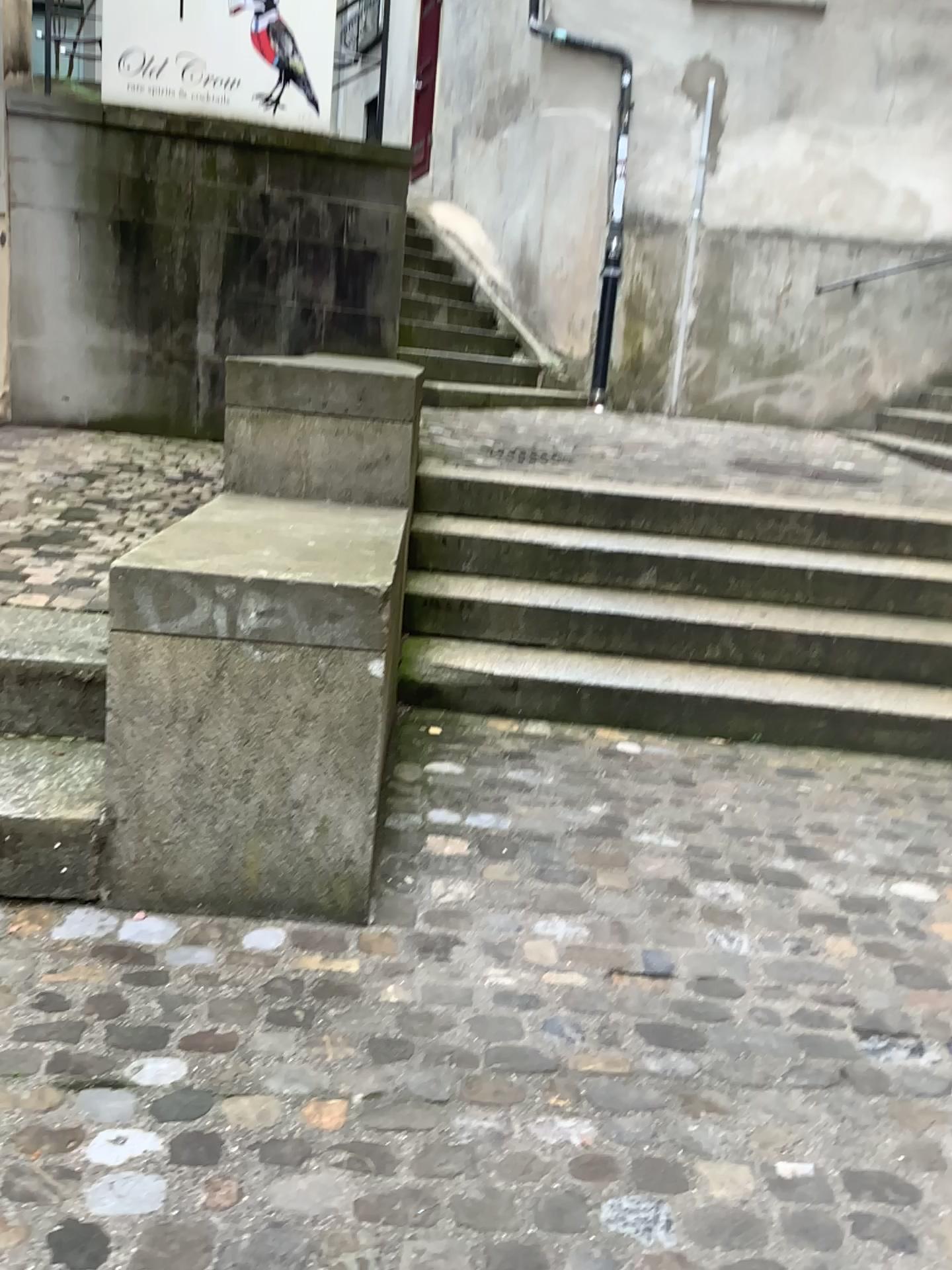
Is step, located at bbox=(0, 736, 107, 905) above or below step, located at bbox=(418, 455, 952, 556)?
below

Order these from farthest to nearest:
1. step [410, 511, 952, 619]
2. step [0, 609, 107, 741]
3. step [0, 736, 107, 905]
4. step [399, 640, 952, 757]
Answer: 1. step [410, 511, 952, 619]
2. step [399, 640, 952, 757]
3. step [0, 609, 107, 741]
4. step [0, 736, 107, 905]

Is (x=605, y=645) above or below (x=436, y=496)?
below

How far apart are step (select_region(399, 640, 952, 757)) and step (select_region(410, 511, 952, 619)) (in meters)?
0.35

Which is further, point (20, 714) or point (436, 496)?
point (436, 496)

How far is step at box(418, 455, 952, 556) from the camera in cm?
385

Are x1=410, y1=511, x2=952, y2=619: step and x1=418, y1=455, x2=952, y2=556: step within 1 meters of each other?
yes

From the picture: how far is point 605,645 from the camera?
3.40m

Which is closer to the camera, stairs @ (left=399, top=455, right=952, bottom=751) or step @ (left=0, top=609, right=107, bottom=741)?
step @ (left=0, top=609, right=107, bottom=741)

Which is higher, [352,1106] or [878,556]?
[878,556]
